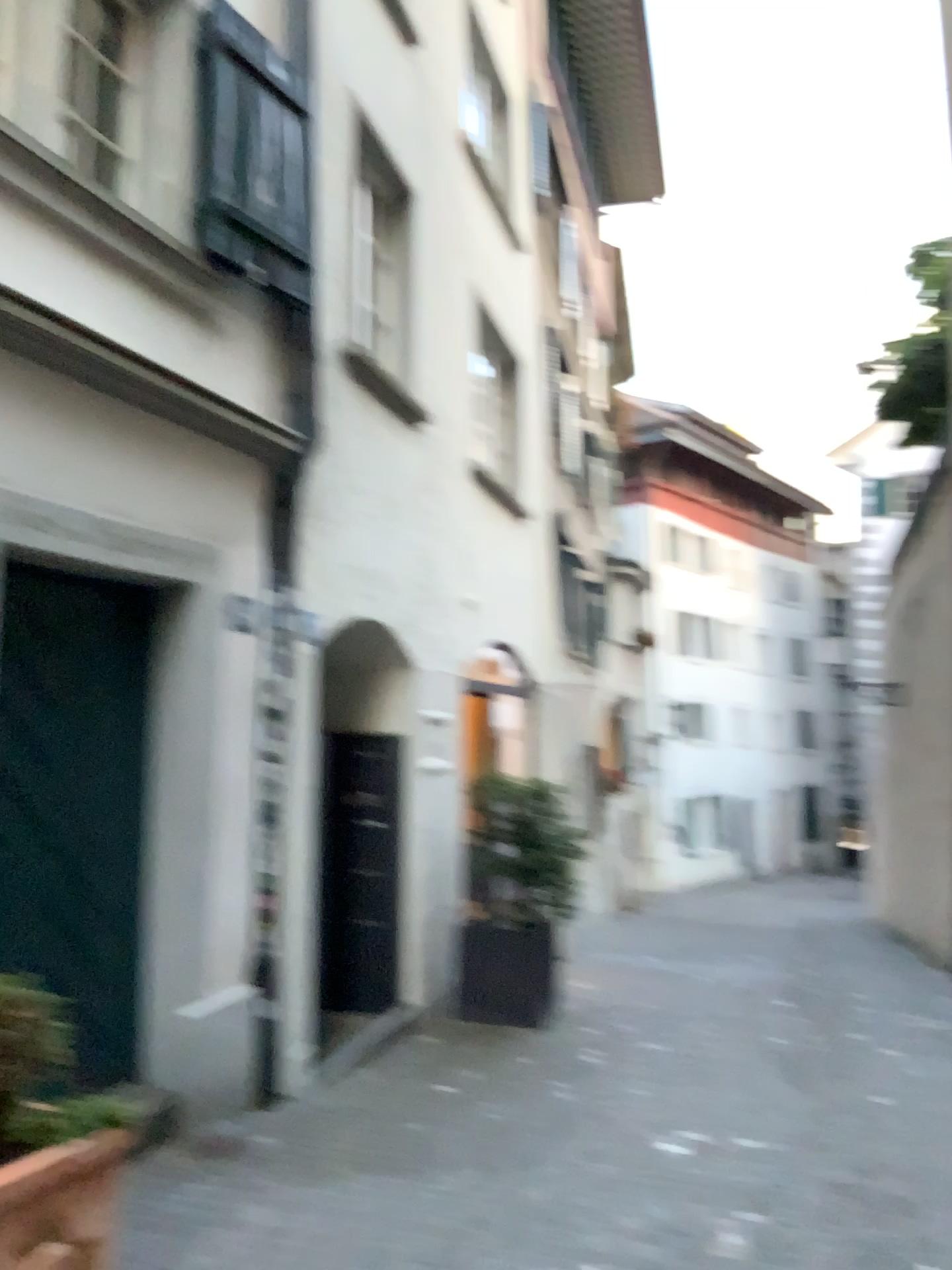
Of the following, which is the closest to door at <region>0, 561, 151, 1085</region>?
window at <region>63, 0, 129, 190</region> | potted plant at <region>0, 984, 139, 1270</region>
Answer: potted plant at <region>0, 984, 139, 1270</region>

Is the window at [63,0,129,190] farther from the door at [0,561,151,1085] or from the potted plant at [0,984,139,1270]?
the potted plant at [0,984,139,1270]

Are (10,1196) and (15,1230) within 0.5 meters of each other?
yes

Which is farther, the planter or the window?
the window

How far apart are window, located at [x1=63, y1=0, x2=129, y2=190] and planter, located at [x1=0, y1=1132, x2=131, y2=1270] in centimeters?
314cm

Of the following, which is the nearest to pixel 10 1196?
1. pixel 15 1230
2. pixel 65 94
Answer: pixel 15 1230

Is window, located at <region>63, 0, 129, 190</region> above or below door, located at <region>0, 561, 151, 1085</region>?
above

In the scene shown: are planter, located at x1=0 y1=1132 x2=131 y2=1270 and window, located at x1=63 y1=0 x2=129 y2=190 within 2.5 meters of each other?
no

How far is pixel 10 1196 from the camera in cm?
232

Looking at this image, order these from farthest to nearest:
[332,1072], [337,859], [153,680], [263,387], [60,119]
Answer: [337,859]
[332,1072]
[263,387]
[153,680]
[60,119]
